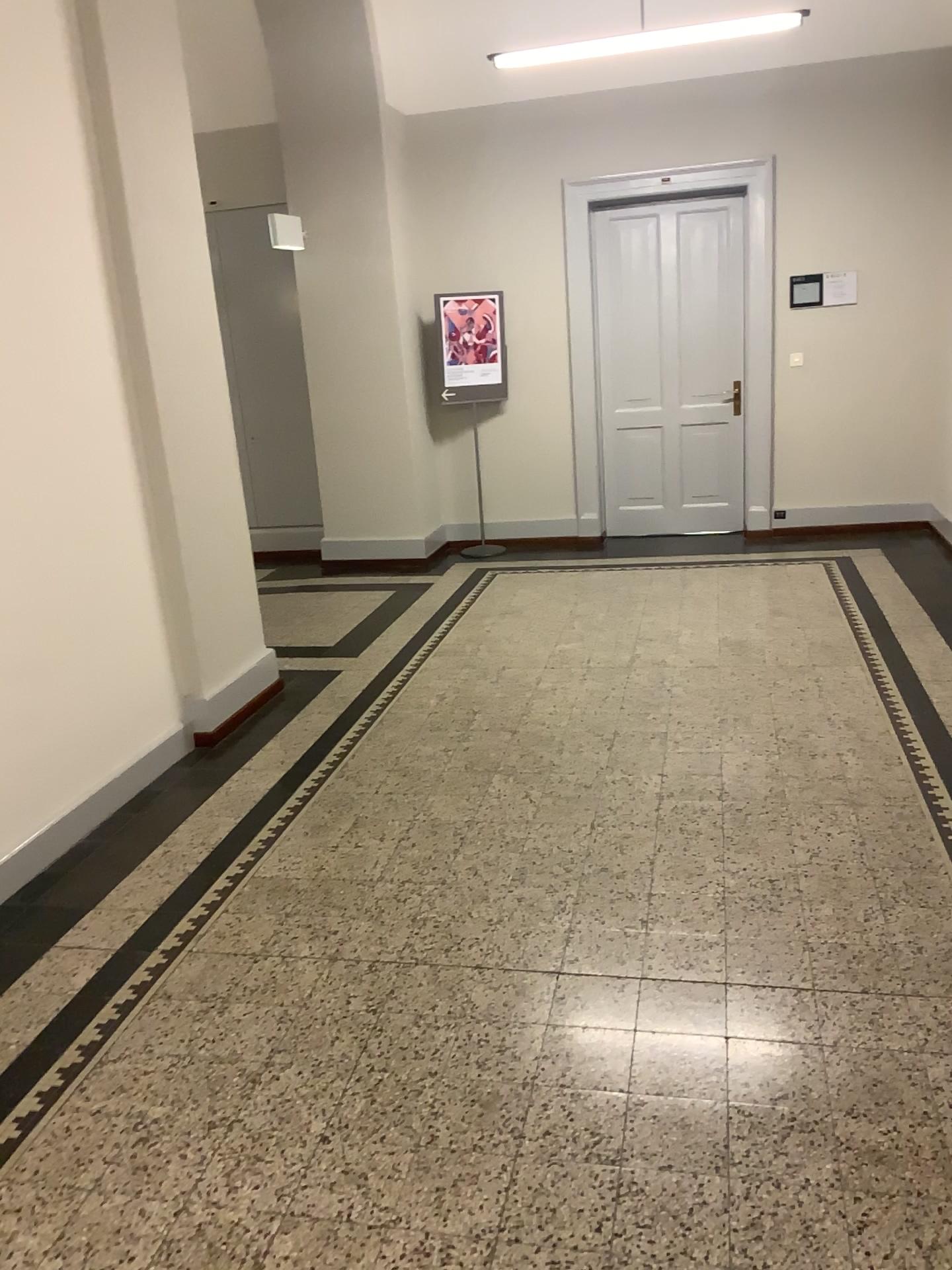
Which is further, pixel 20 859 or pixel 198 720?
pixel 198 720

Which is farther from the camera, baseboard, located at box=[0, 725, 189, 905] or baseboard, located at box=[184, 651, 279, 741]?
baseboard, located at box=[184, 651, 279, 741]

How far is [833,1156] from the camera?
2.0 meters
